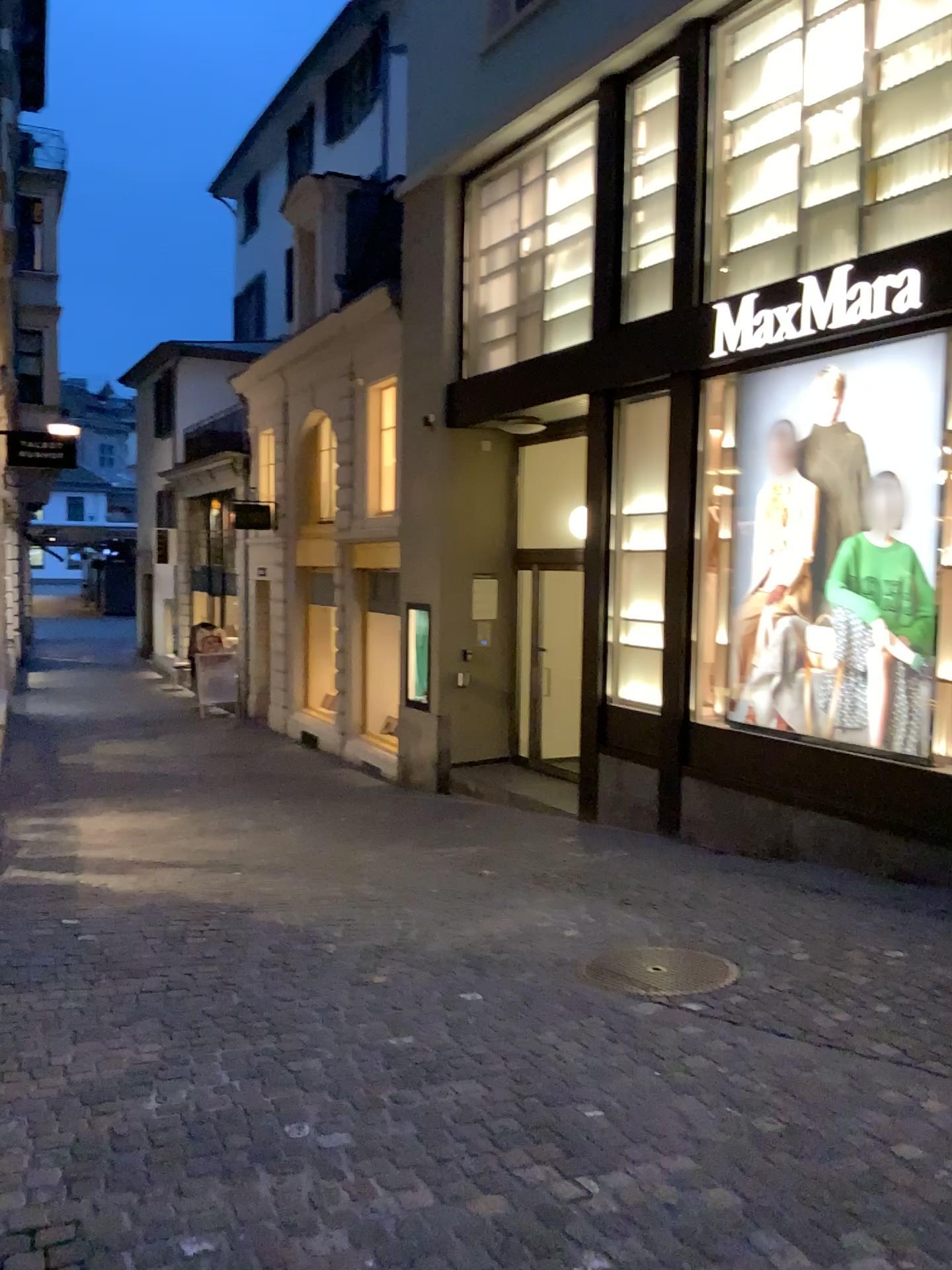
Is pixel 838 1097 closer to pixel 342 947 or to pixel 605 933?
pixel 605 933
